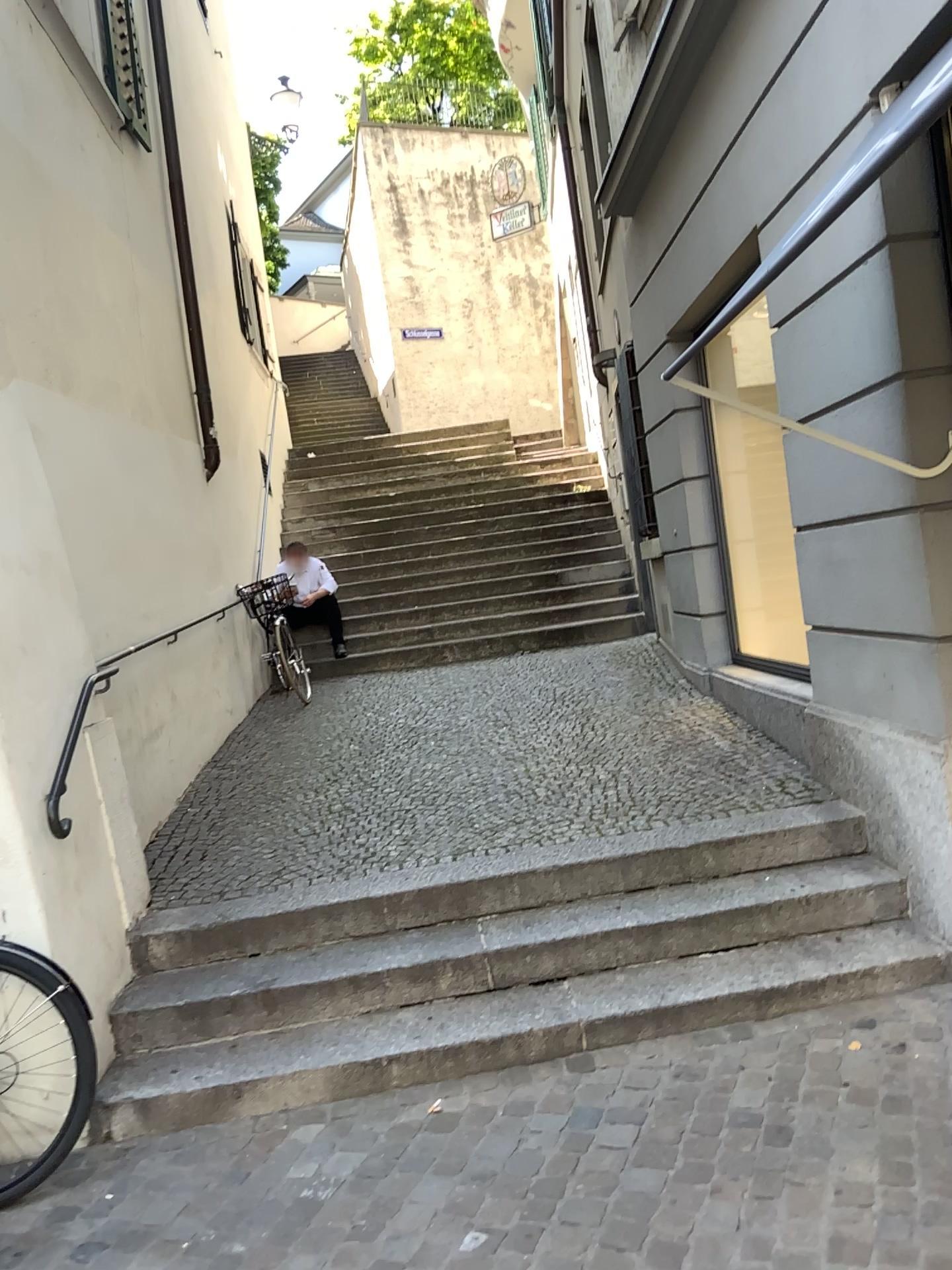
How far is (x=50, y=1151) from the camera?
2.93m

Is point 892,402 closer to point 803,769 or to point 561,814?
point 803,769

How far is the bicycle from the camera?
2.93m
